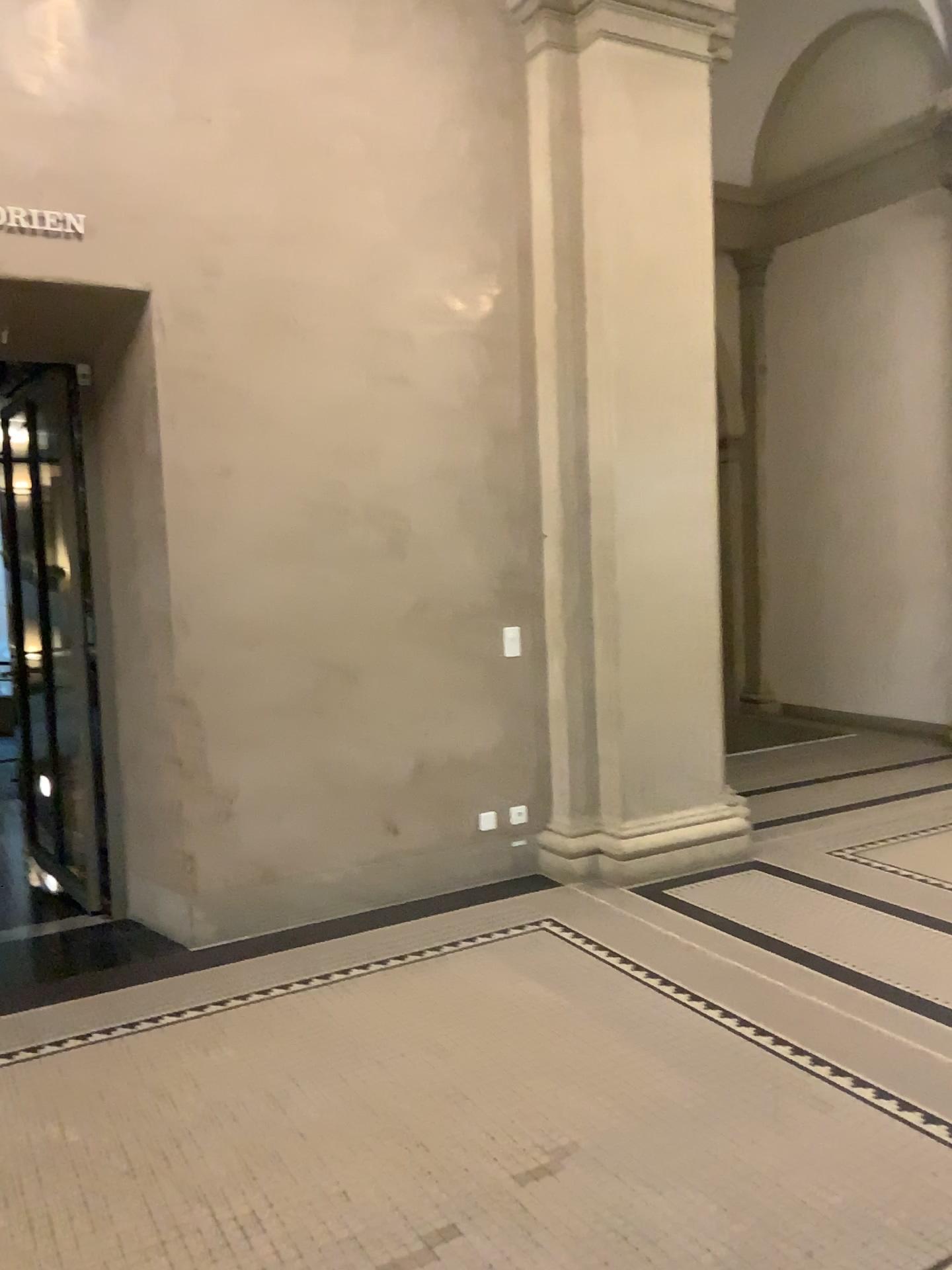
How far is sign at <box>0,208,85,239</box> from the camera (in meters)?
3.98

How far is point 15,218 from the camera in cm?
398

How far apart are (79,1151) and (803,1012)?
2.28m
